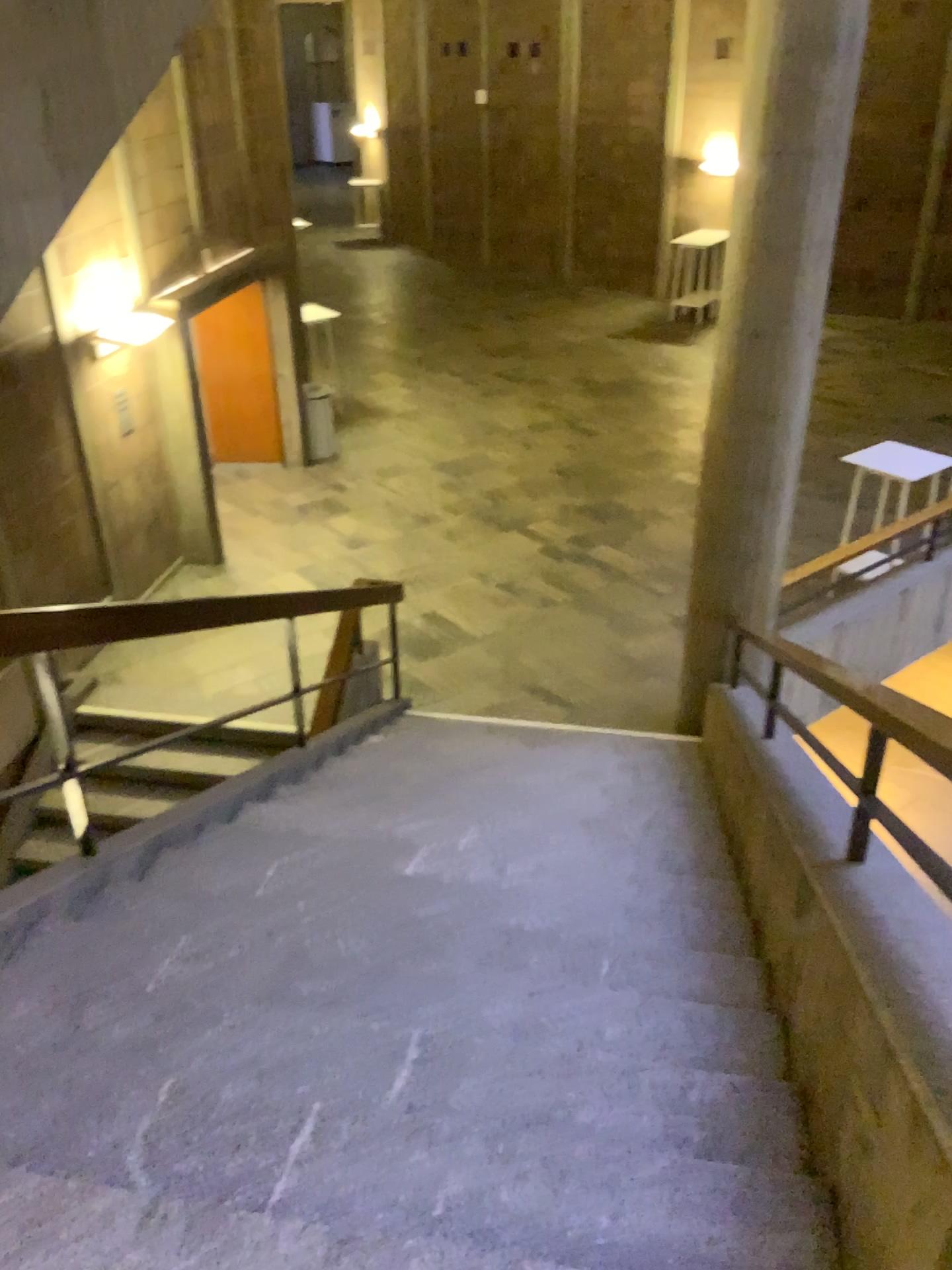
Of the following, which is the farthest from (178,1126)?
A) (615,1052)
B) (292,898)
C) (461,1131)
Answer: (292,898)
